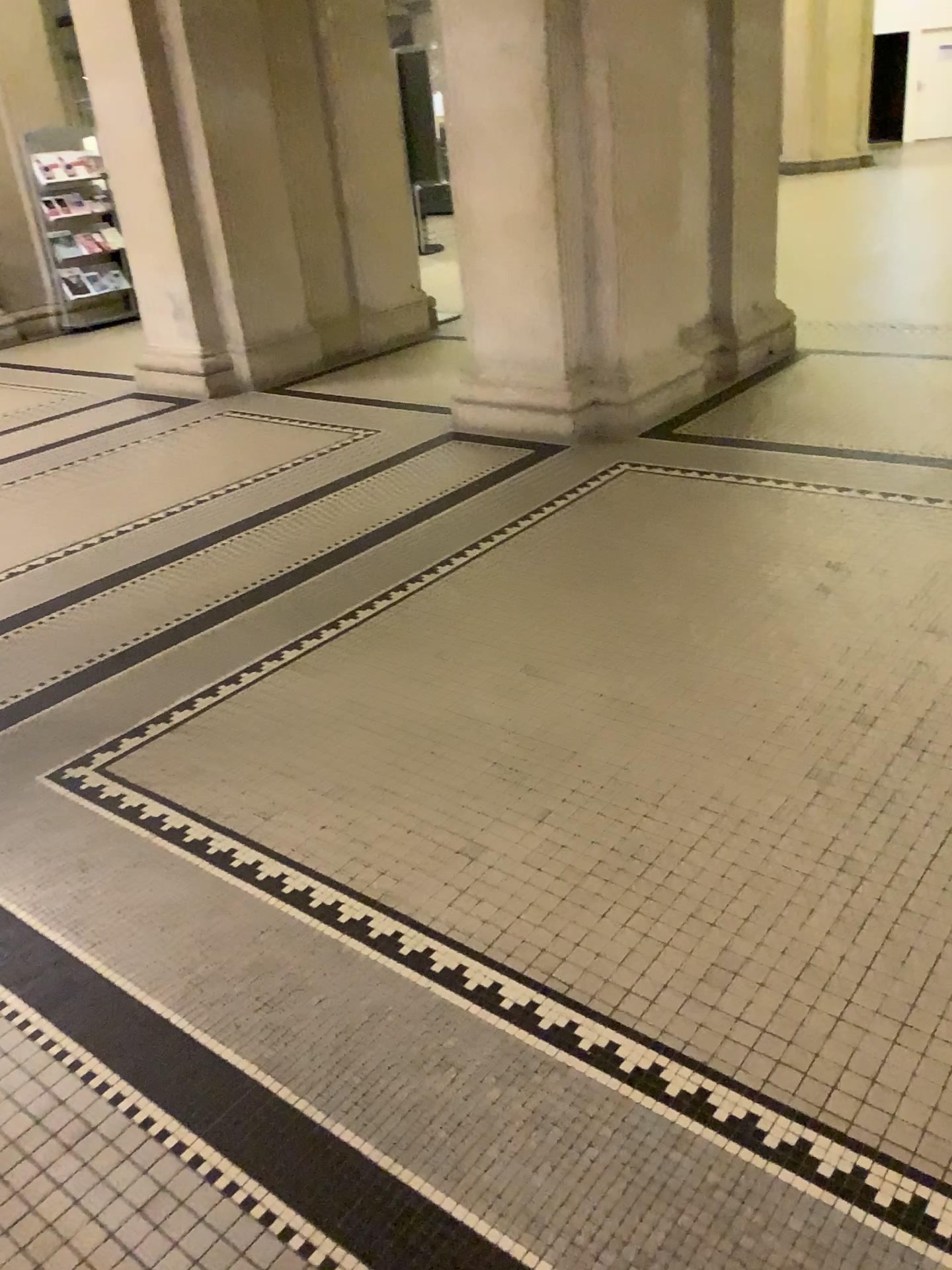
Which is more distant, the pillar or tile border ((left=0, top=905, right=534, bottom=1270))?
the pillar

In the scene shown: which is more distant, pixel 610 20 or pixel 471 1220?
pixel 610 20

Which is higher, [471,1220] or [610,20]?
[610,20]

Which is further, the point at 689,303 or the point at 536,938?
the point at 689,303
